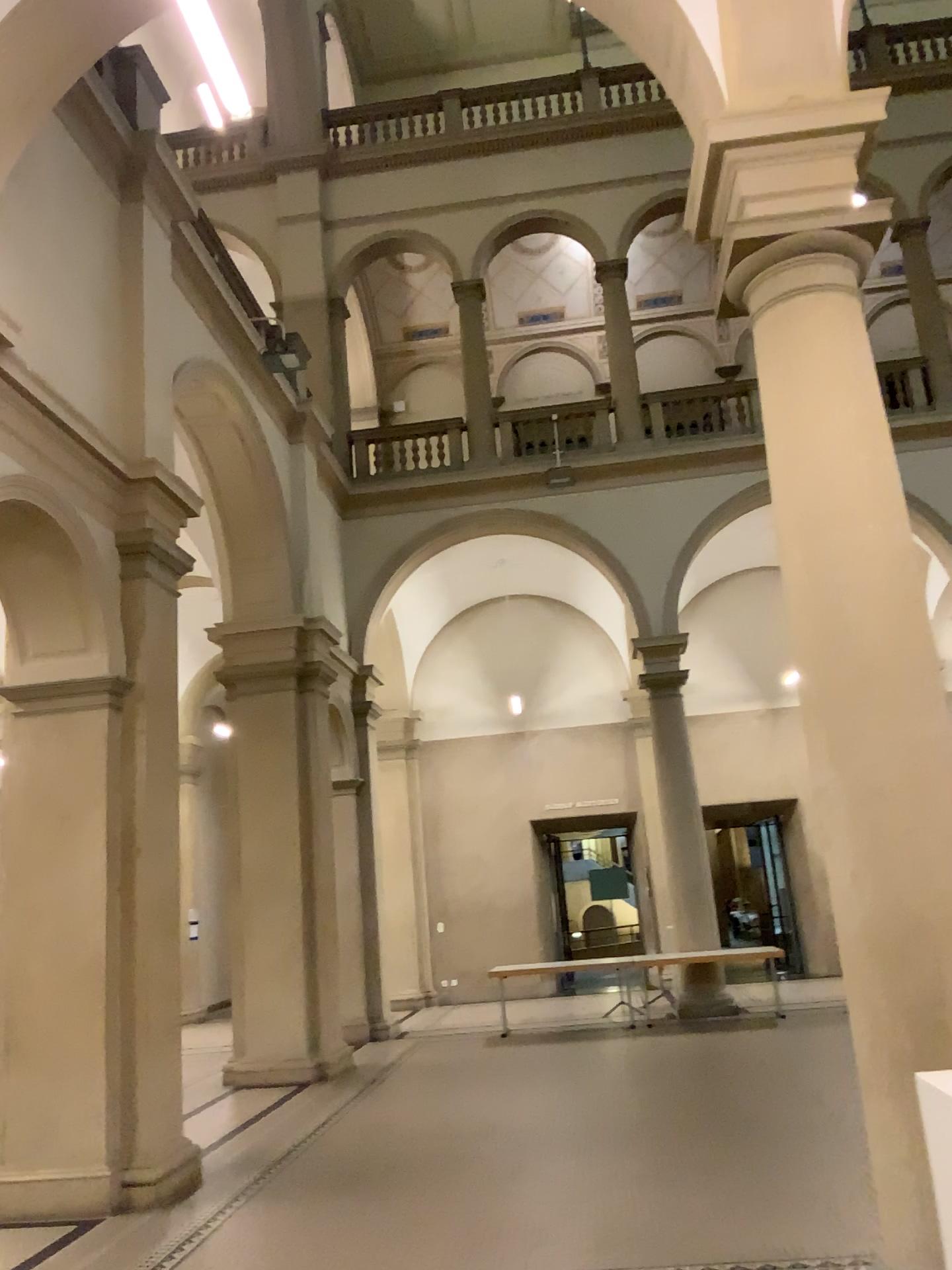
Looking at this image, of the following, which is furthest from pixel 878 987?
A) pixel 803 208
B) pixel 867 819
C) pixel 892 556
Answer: pixel 803 208
